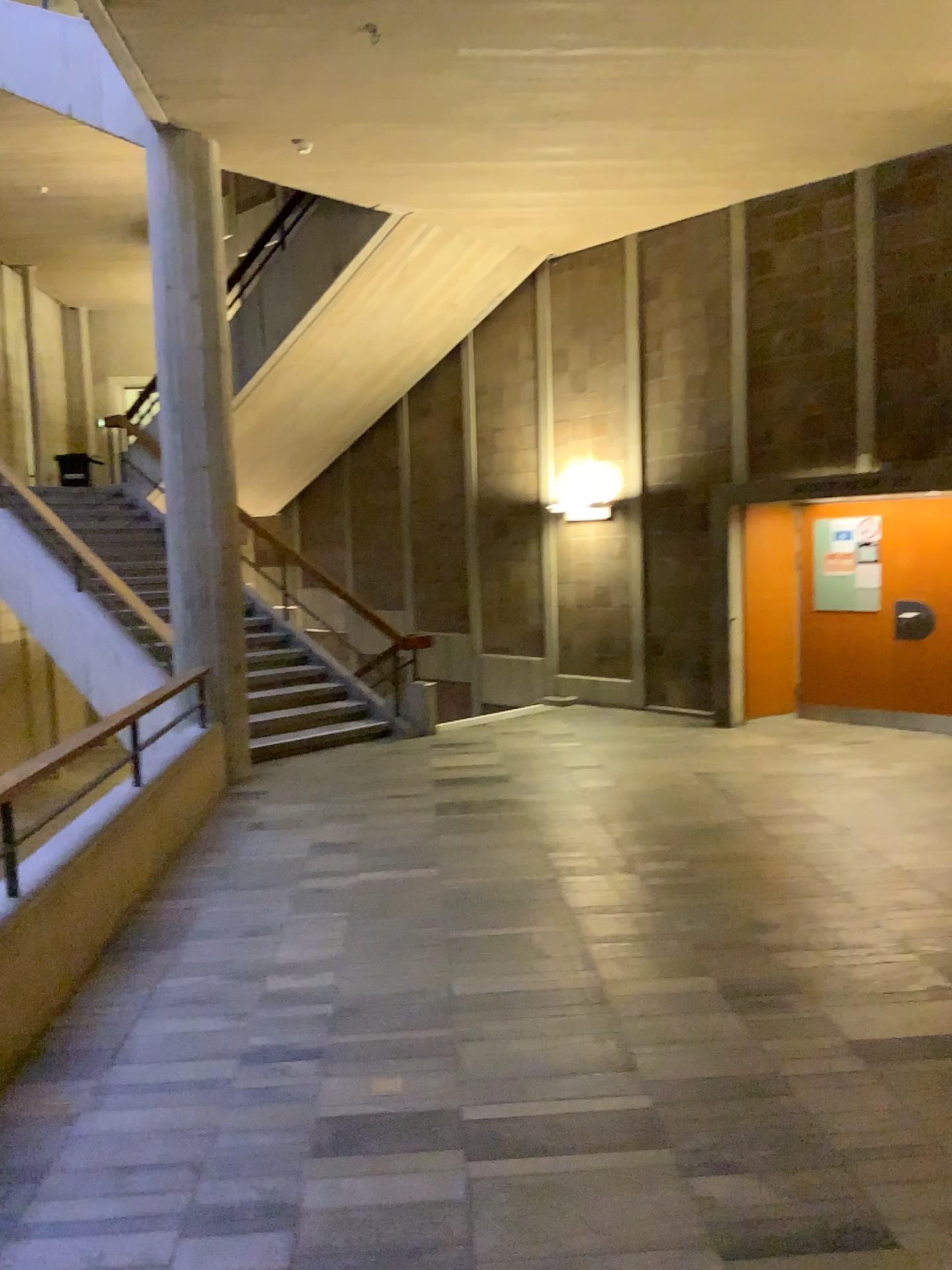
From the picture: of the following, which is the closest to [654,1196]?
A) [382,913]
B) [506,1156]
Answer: [506,1156]
